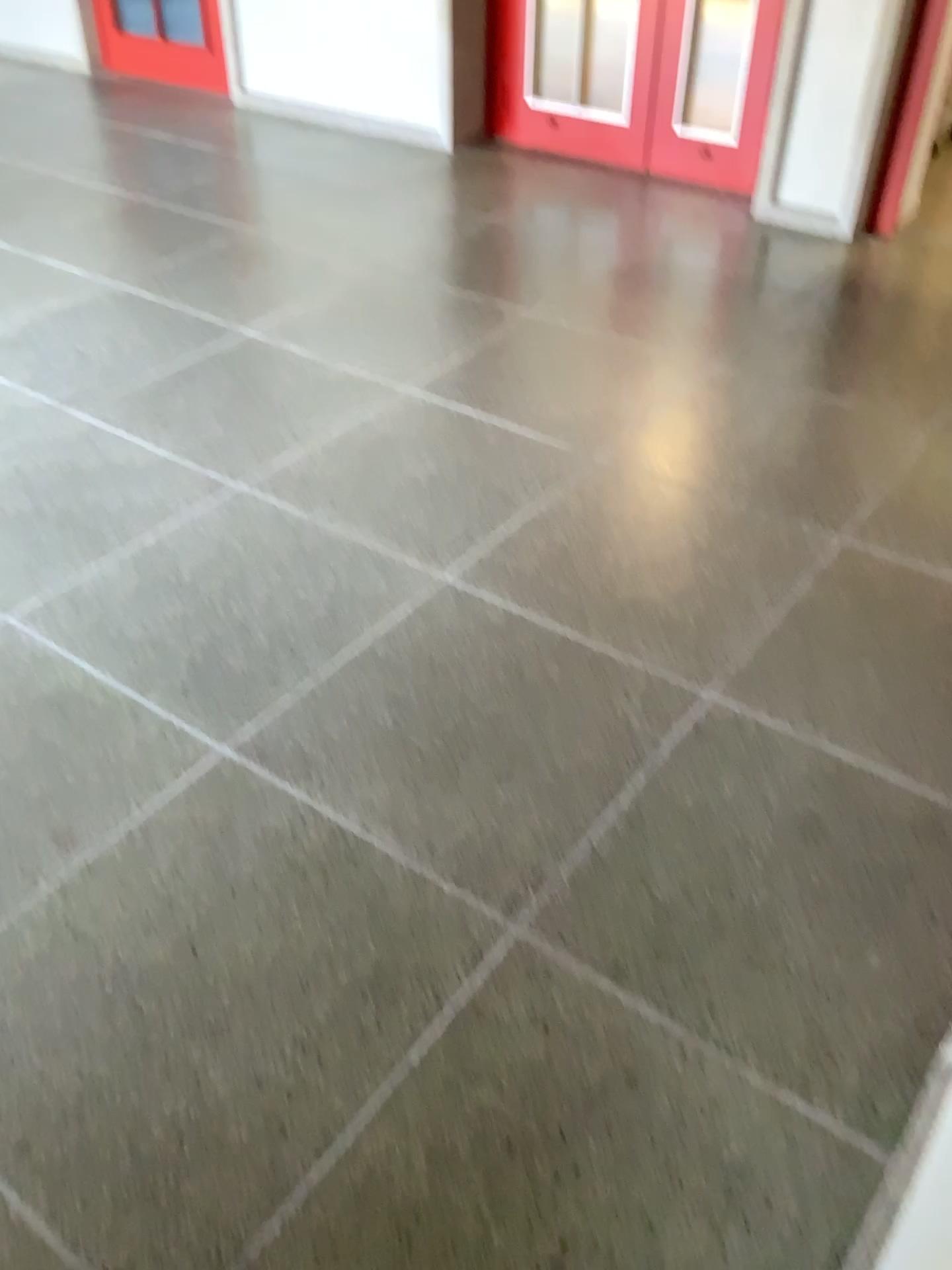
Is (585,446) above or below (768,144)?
below
